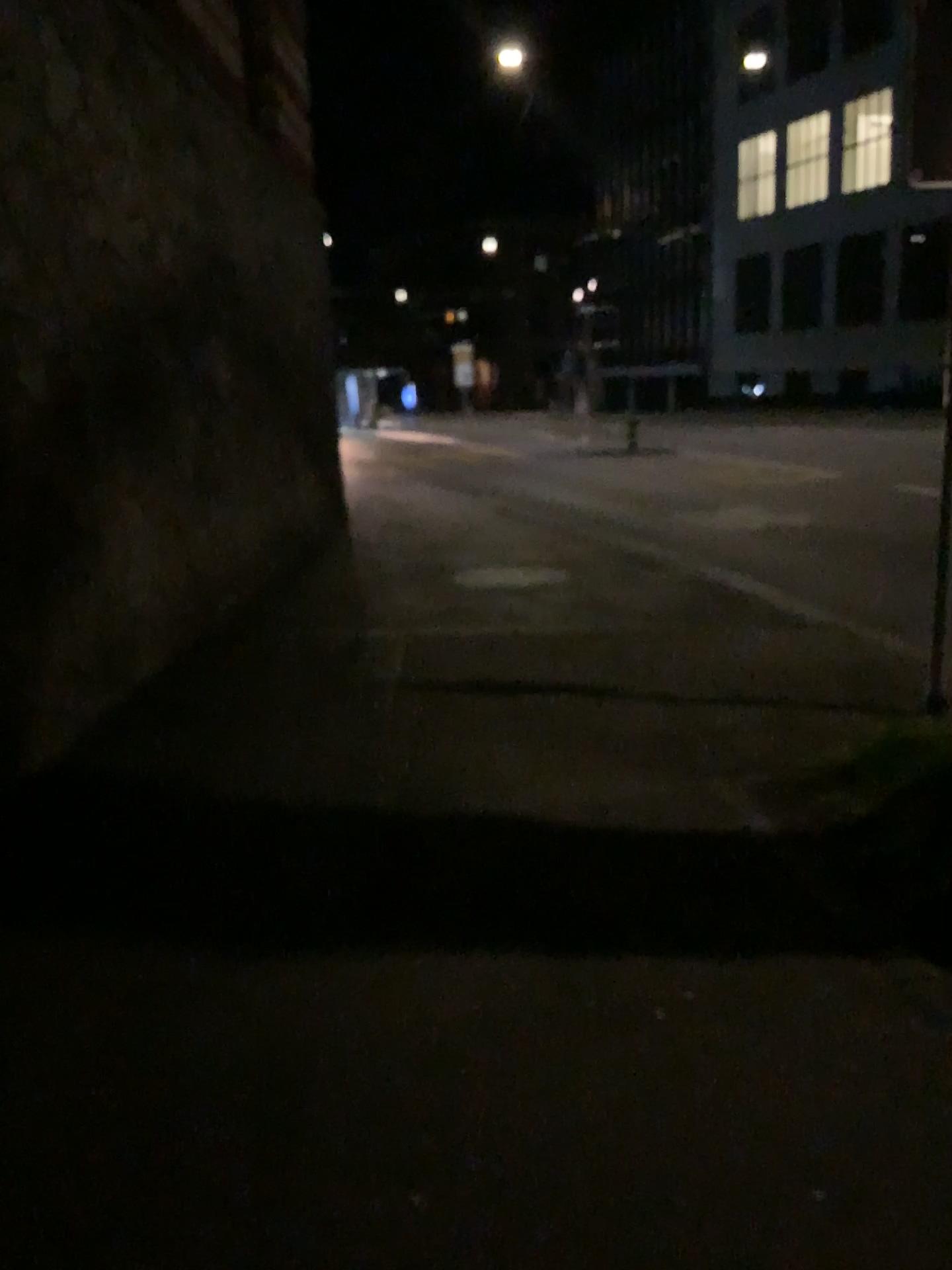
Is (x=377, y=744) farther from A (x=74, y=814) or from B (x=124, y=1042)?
B (x=124, y=1042)
